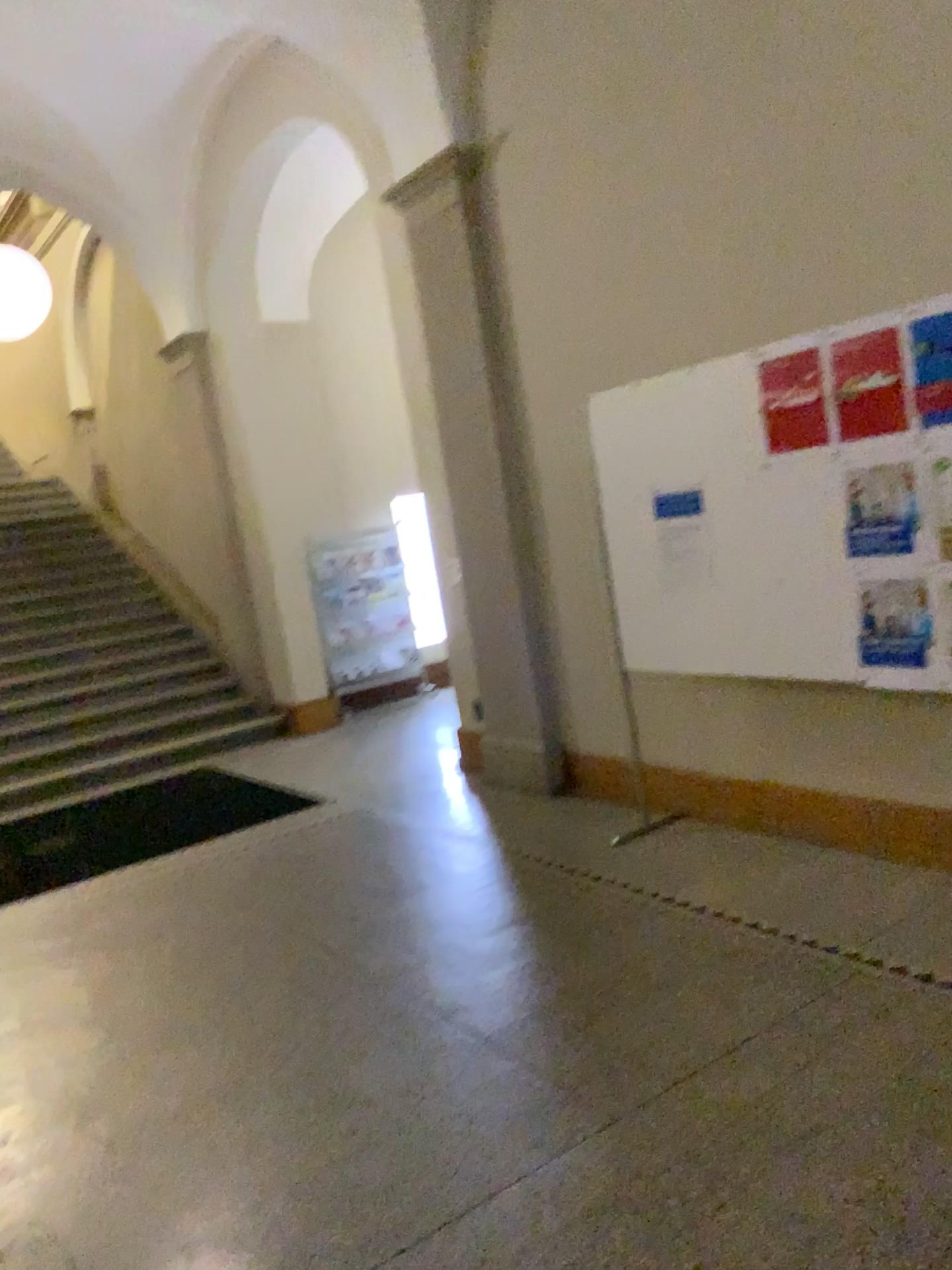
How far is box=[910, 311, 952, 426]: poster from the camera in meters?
3.2 m

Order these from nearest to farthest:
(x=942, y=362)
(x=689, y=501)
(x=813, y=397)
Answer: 1. (x=942, y=362)
2. (x=813, y=397)
3. (x=689, y=501)

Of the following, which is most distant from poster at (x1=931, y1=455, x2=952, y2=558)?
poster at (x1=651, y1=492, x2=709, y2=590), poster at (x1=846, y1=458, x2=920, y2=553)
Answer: poster at (x1=651, y1=492, x2=709, y2=590)

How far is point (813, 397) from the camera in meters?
3.6

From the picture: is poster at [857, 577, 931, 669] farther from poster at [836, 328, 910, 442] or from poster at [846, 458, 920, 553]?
poster at [836, 328, 910, 442]

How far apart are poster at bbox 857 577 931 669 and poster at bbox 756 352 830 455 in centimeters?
53cm

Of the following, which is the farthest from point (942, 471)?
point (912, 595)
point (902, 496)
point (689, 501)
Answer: point (689, 501)

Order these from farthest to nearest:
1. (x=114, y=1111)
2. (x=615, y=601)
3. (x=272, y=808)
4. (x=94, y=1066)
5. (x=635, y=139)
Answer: (x=272, y=808) < (x=615, y=601) < (x=635, y=139) < (x=94, y=1066) < (x=114, y=1111)

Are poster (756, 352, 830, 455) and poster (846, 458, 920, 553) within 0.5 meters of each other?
yes

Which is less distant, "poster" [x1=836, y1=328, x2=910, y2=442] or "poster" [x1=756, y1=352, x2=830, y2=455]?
"poster" [x1=836, y1=328, x2=910, y2=442]
